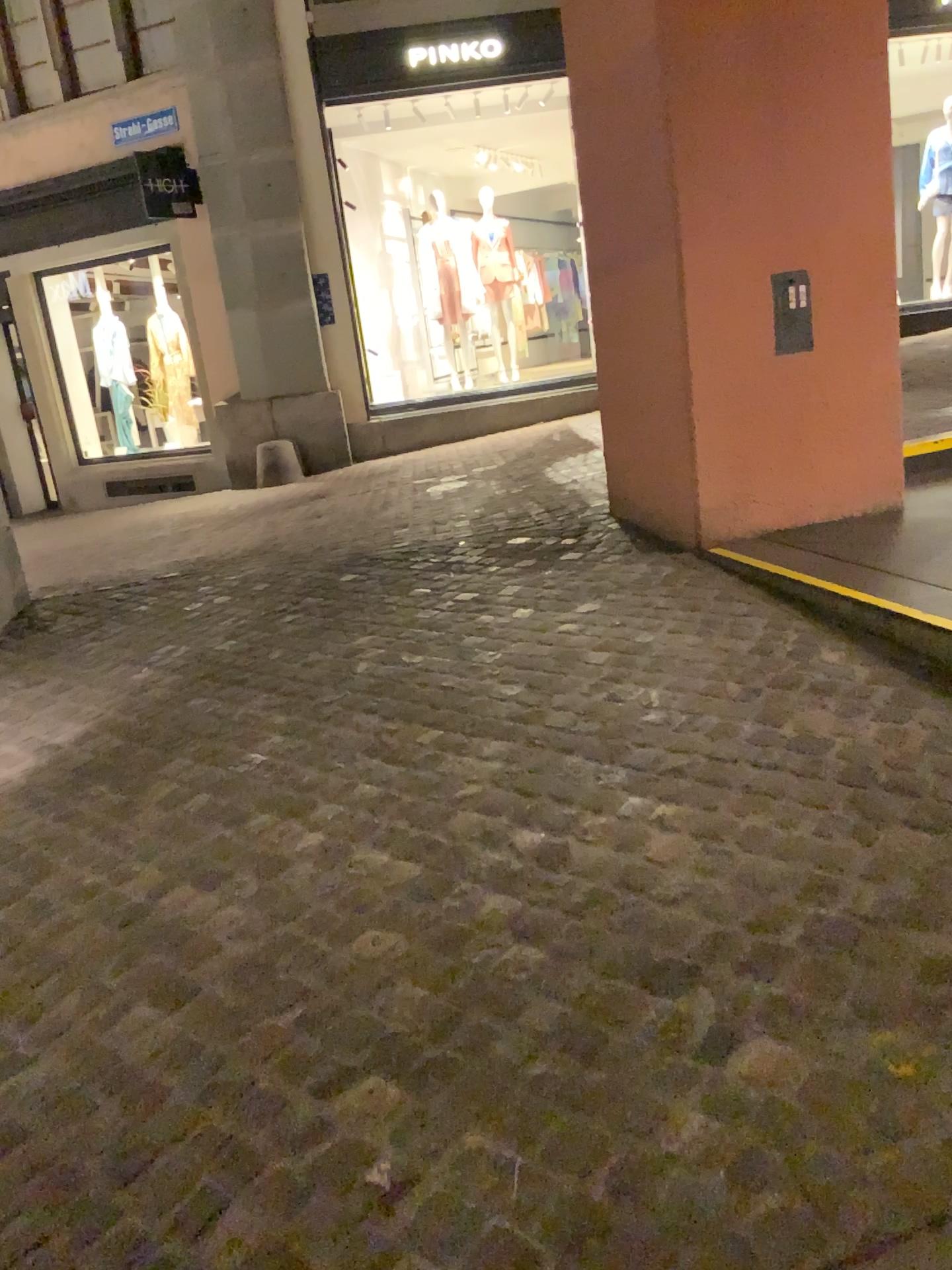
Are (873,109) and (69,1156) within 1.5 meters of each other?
no
